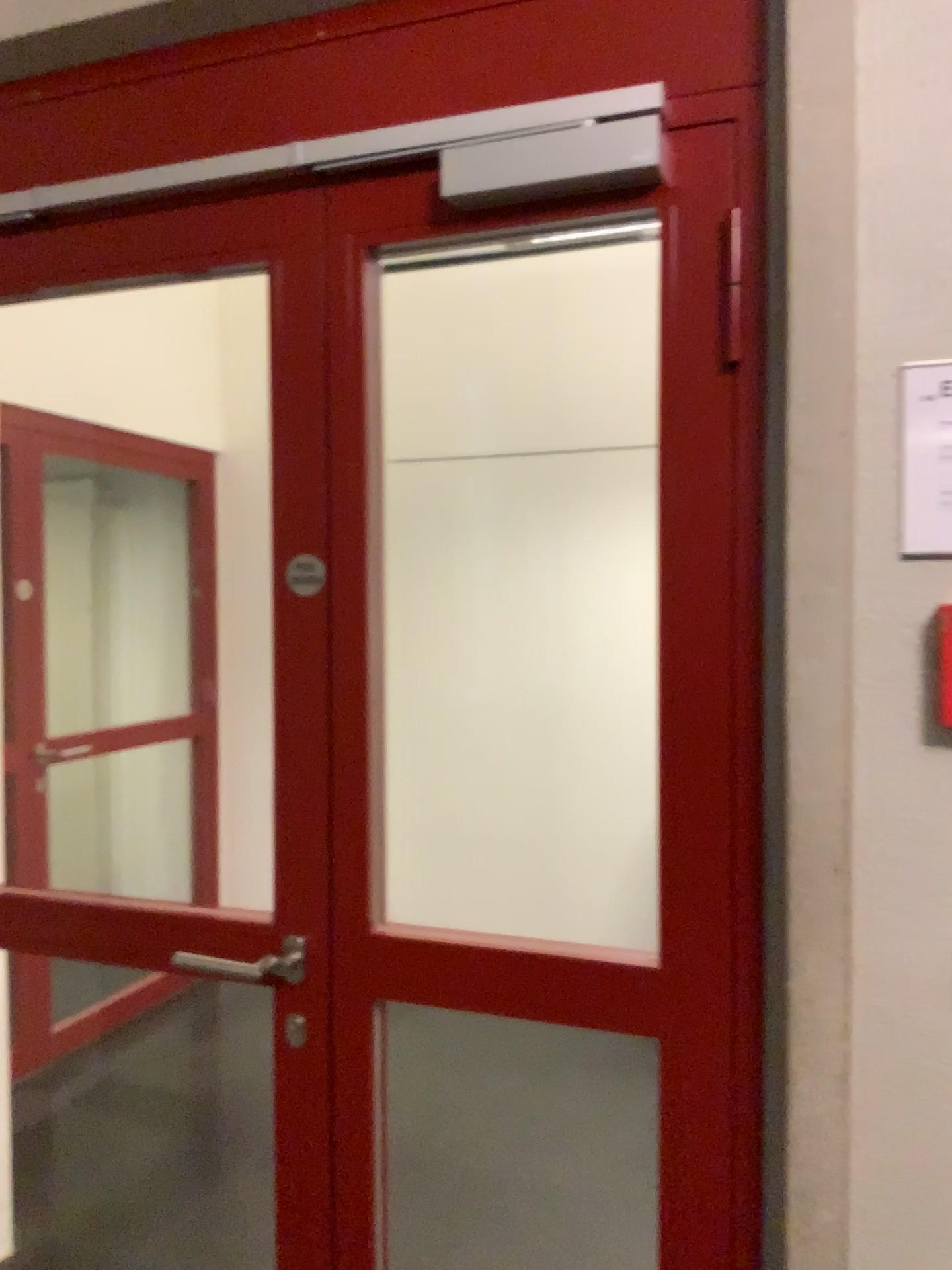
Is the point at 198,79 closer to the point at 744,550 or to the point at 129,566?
the point at 744,550
